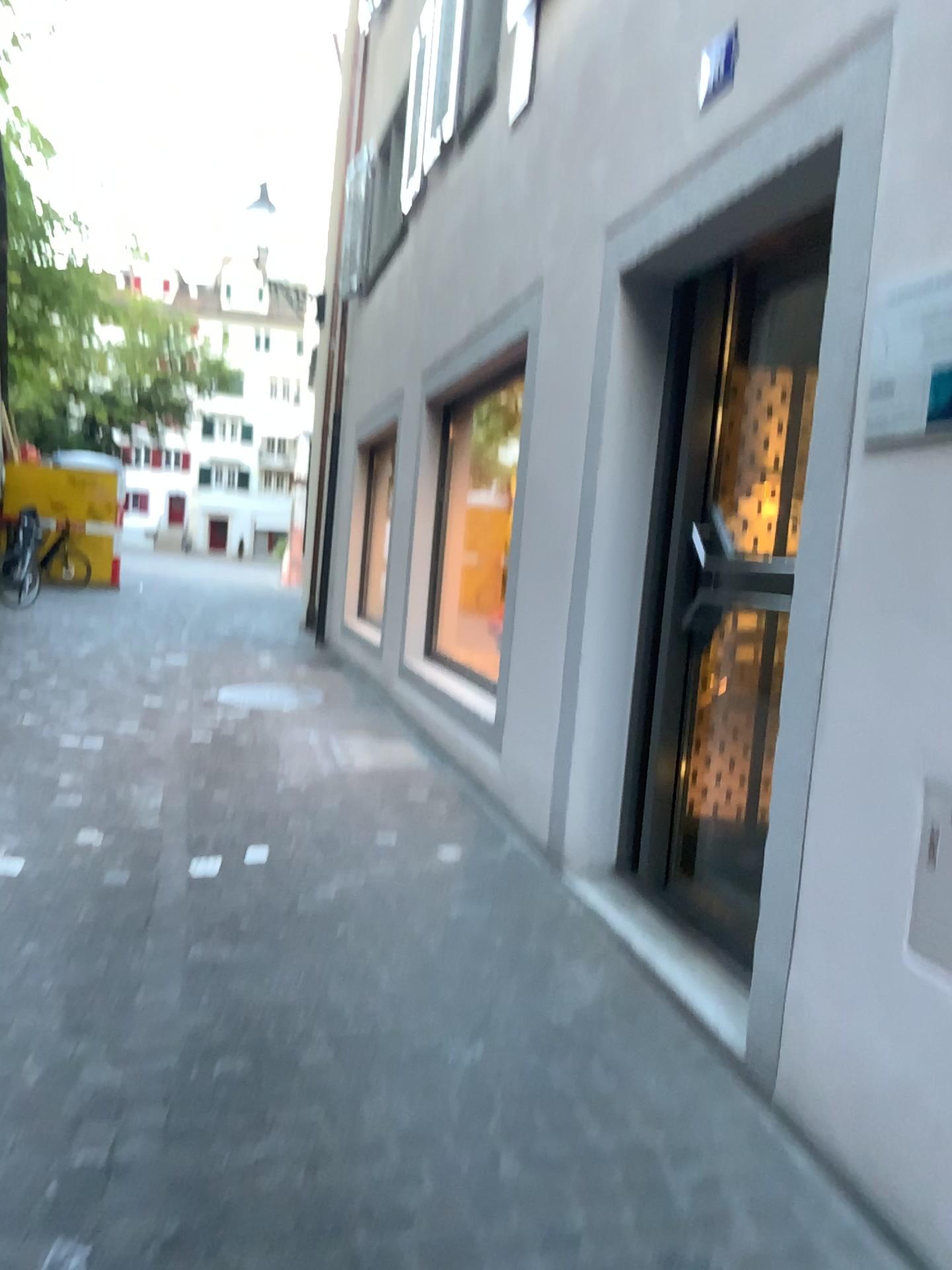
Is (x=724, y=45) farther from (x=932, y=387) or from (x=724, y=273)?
(x=932, y=387)

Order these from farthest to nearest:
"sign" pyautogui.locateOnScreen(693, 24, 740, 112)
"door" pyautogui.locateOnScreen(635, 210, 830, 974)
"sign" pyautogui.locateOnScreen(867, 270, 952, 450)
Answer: "door" pyautogui.locateOnScreen(635, 210, 830, 974), "sign" pyautogui.locateOnScreen(693, 24, 740, 112), "sign" pyautogui.locateOnScreen(867, 270, 952, 450)

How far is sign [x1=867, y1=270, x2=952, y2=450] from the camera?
2.0m

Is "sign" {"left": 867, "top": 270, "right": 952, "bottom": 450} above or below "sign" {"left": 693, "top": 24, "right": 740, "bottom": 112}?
below

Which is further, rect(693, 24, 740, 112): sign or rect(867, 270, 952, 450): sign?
rect(693, 24, 740, 112): sign

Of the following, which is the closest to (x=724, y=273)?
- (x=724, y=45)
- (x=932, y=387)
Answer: (x=724, y=45)

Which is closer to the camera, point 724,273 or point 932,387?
point 932,387

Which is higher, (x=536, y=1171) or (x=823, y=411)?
(x=823, y=411)

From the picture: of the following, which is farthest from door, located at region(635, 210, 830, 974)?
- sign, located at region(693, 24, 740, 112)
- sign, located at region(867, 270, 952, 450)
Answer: sign, located at region(867, 270, 952, 450)

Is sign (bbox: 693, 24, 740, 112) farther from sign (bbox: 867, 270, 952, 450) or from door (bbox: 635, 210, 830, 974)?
sign (bbox: 867, 270, 952, 450)
